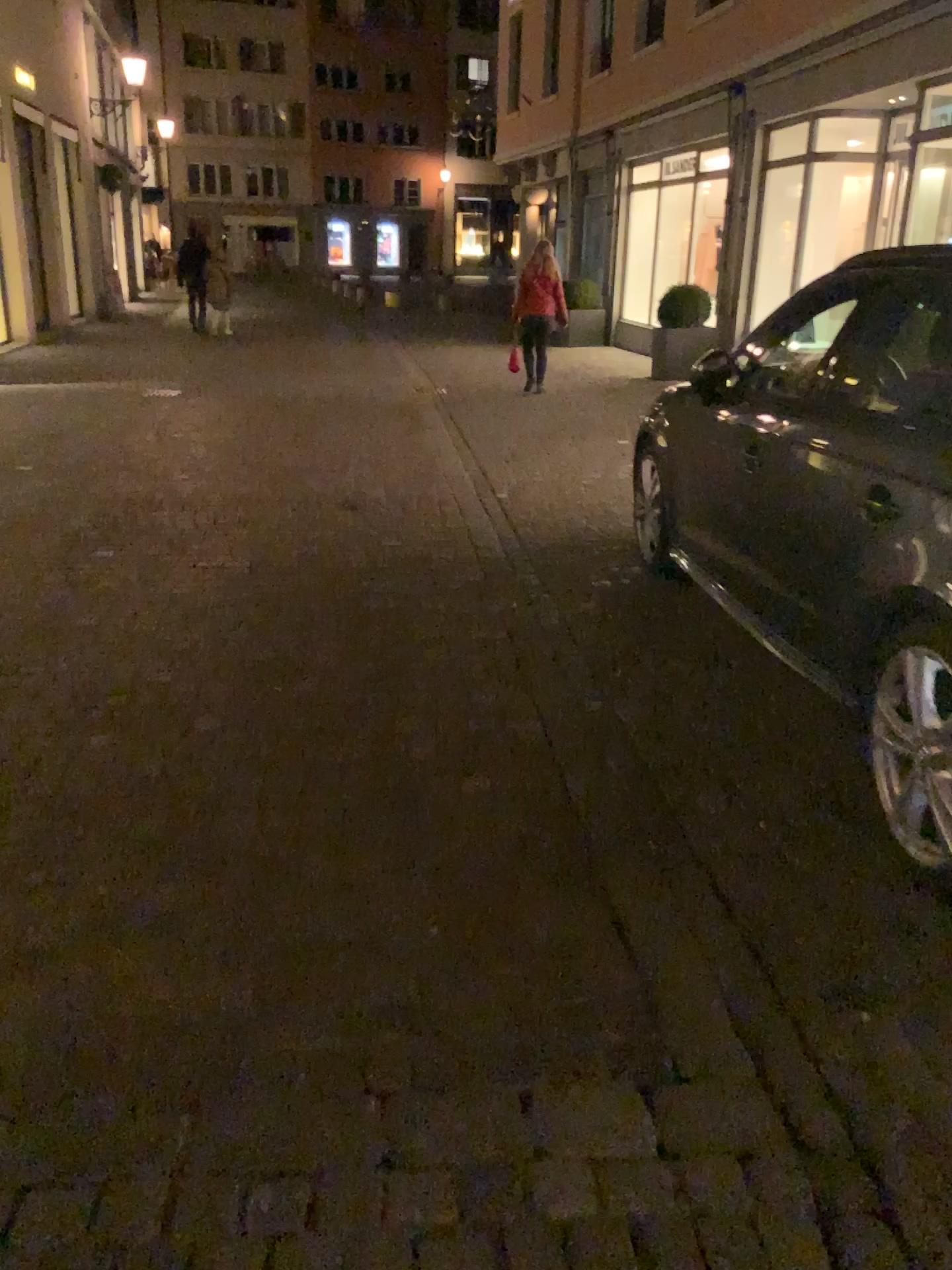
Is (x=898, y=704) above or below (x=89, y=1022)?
above
